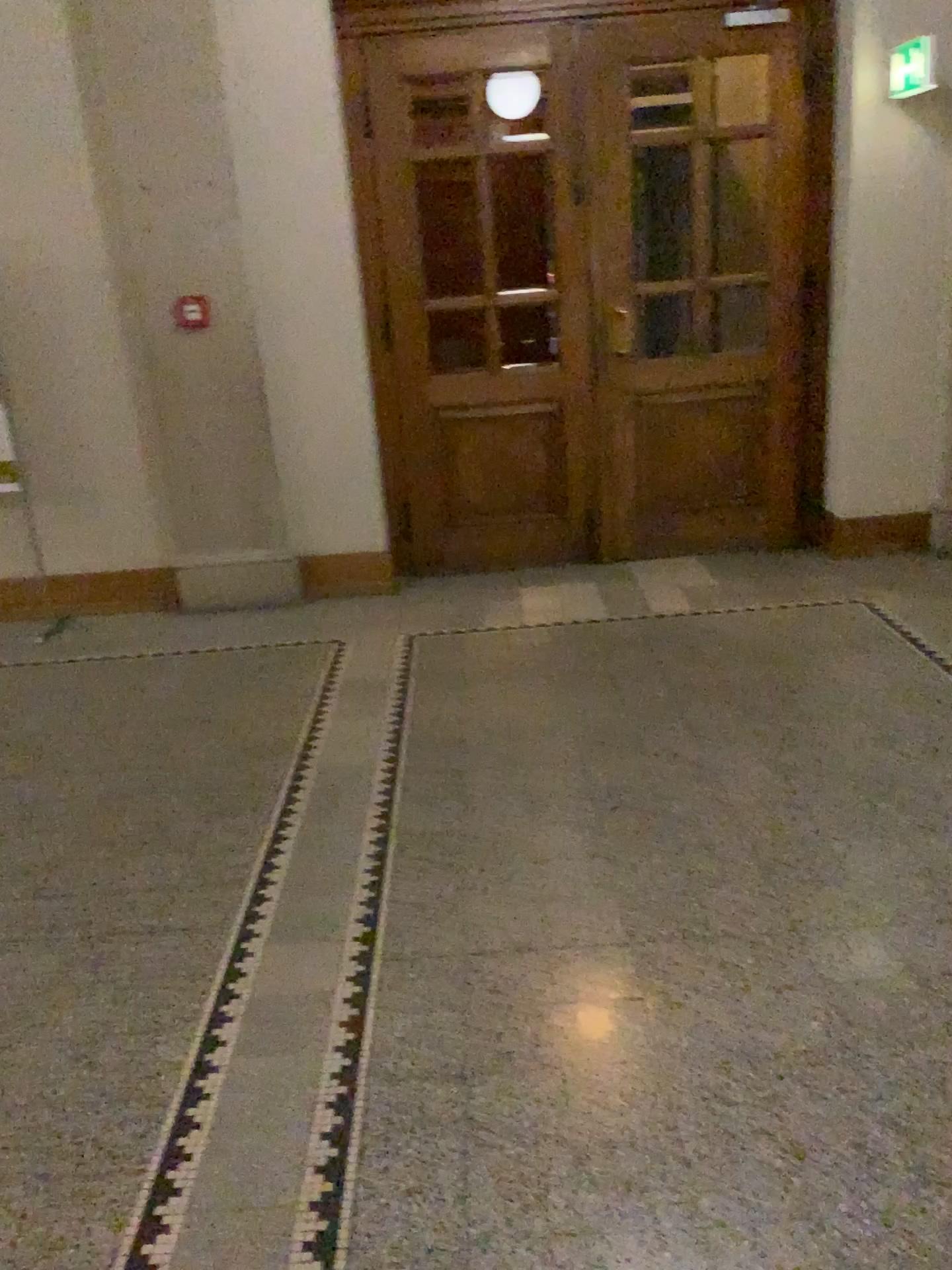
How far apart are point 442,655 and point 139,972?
2.25m
